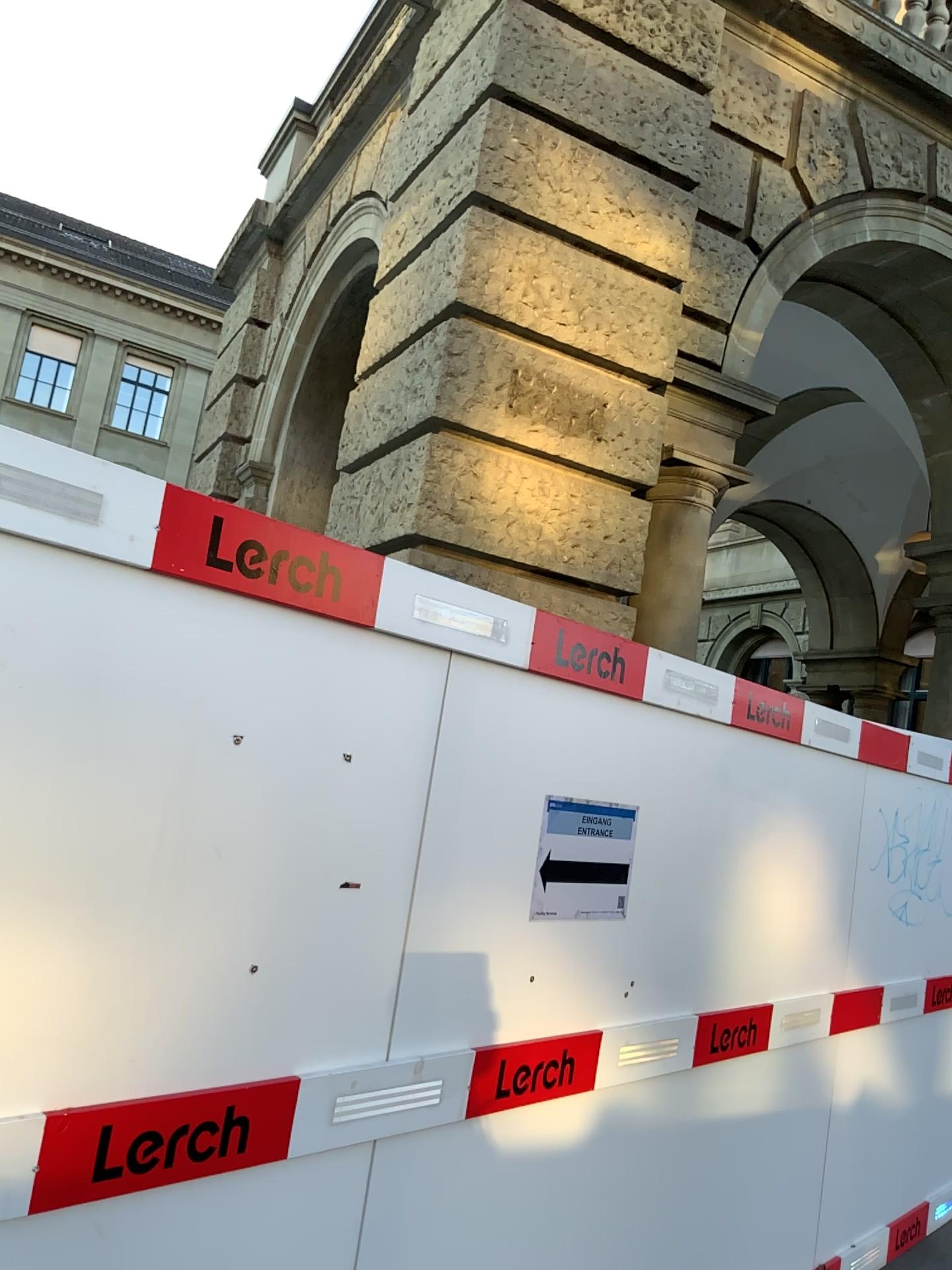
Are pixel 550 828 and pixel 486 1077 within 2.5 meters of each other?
yes

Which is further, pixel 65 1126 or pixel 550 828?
pixel 550 828

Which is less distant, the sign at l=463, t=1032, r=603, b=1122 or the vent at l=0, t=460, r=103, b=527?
the vent at l=0, t=460, r=103, b=527

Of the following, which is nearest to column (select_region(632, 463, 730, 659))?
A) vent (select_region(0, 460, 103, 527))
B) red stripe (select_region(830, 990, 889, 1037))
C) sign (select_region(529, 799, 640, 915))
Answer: red stripe (select_region(830, 990, 889, 1037))

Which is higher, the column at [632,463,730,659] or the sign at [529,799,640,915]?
the column at [632,463,730,659]

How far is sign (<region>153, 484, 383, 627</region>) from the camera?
1.8 meters

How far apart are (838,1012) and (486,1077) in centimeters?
206cm

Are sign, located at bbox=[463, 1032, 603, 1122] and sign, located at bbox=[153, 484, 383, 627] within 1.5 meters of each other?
yes

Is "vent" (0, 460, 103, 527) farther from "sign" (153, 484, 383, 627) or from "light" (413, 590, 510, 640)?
"light" (413, 590, 510, 640)

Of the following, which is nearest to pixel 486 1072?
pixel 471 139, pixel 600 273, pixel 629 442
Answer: pixel 629 442
